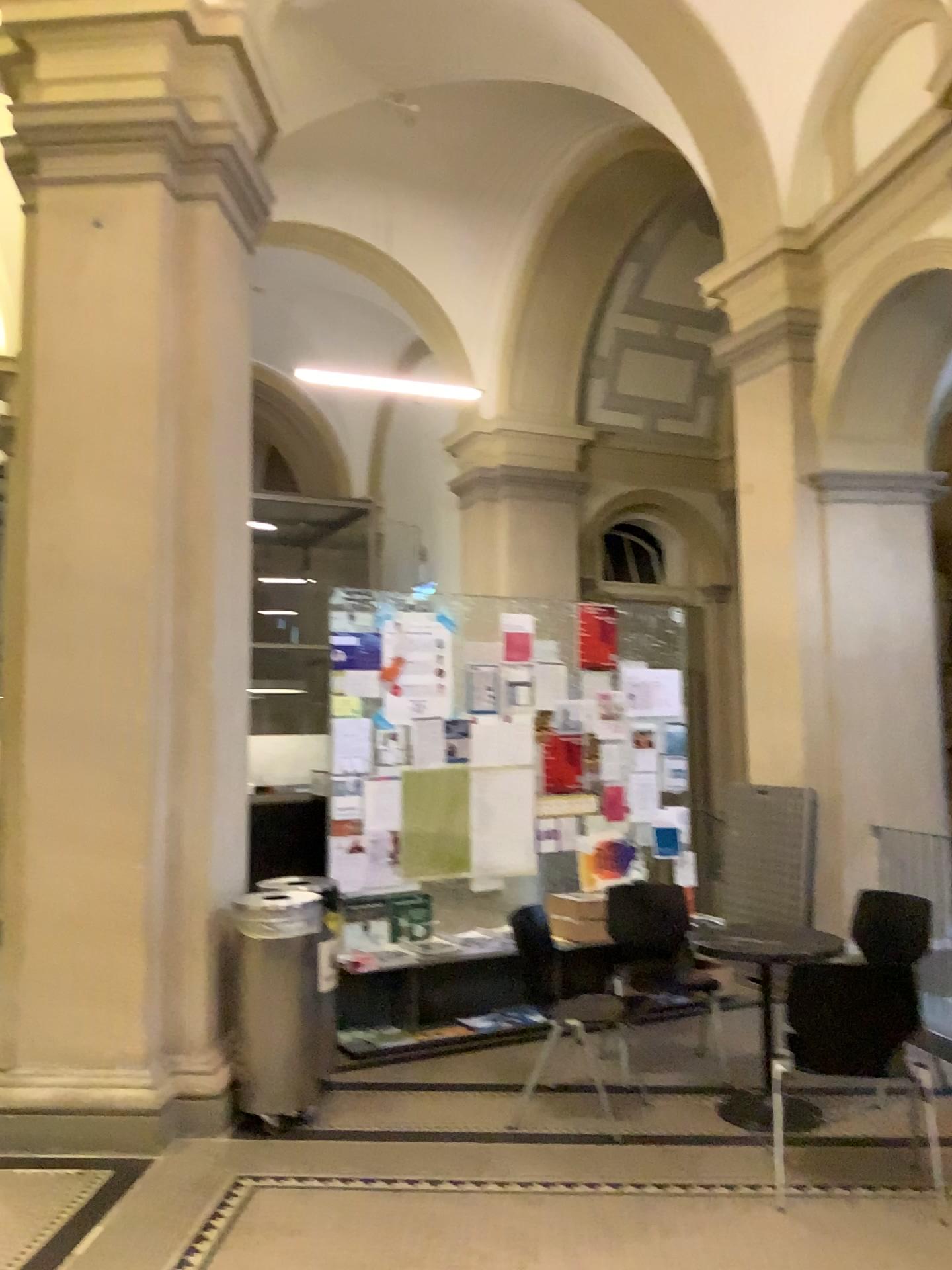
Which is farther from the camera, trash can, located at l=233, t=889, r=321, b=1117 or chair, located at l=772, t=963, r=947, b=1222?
trash can, located at l=233, t=889, r=321, b=1117

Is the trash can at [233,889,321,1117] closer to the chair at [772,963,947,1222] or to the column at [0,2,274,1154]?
the column at [0,2,274,1154]

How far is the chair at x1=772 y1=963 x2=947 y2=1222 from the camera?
3.6 meters

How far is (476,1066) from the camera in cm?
485

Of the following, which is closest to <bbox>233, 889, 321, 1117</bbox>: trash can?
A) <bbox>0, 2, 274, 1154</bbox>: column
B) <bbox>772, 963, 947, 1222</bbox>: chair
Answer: <bbox>0, 2, 274, 1154</bbox>: column

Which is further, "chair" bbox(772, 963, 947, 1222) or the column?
the column

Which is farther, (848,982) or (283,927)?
(283,927)

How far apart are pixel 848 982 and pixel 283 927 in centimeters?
216cm

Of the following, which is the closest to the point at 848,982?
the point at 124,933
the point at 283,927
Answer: the point at 283,927

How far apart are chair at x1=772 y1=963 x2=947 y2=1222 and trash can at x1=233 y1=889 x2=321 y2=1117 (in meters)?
1.91
